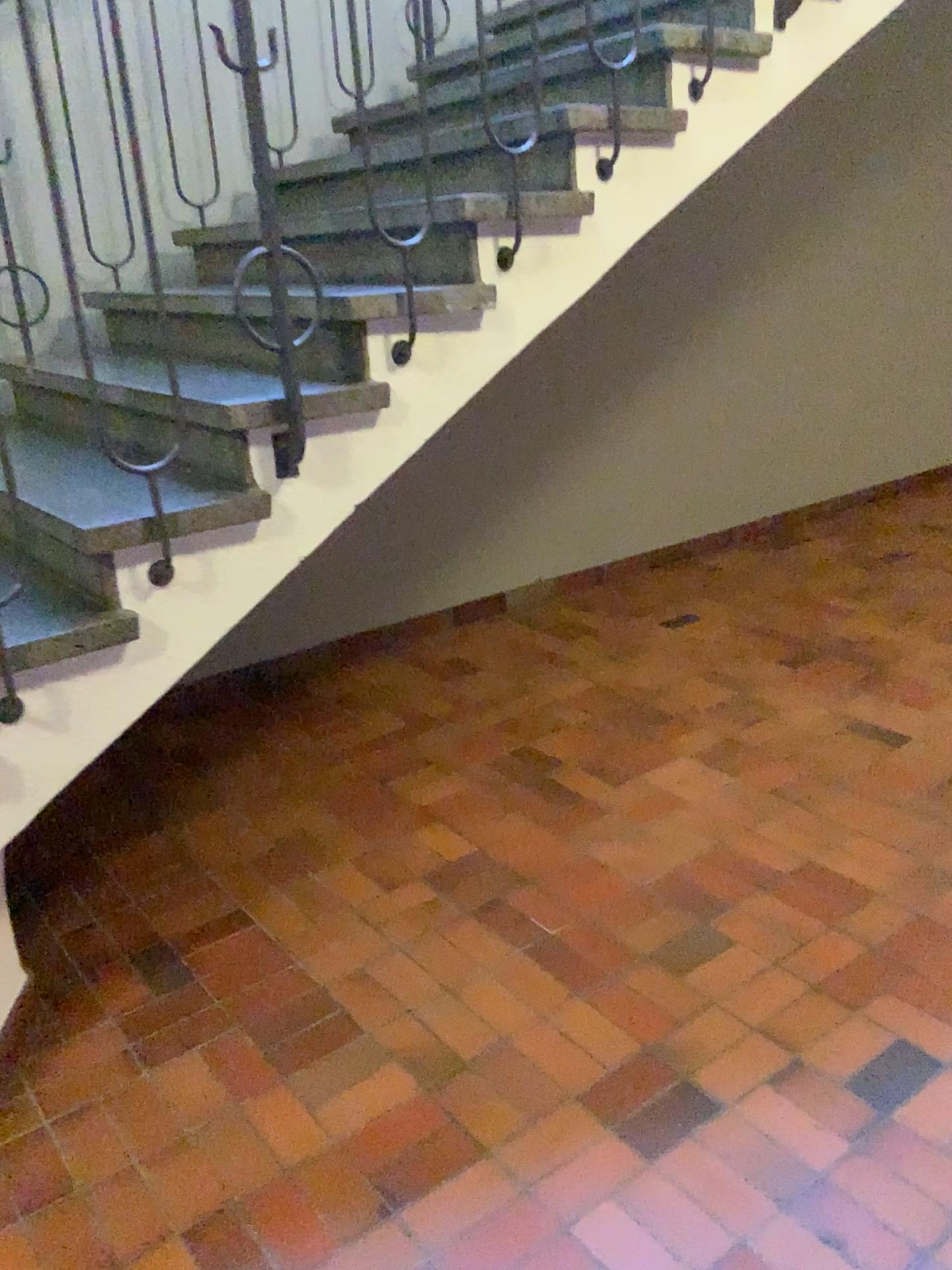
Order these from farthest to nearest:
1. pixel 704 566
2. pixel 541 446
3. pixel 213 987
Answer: pixel 704 566, pixel 541 446, pixel 213 987

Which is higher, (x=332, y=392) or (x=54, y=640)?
(x=332, y=392)

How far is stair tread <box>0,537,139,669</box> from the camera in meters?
1.8

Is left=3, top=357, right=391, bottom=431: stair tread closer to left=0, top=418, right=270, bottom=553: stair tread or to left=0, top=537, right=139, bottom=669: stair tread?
left=0, top=418, right=270, bottom=553: stair tread

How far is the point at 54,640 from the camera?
1.8m

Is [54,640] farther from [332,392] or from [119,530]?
[332,392]
